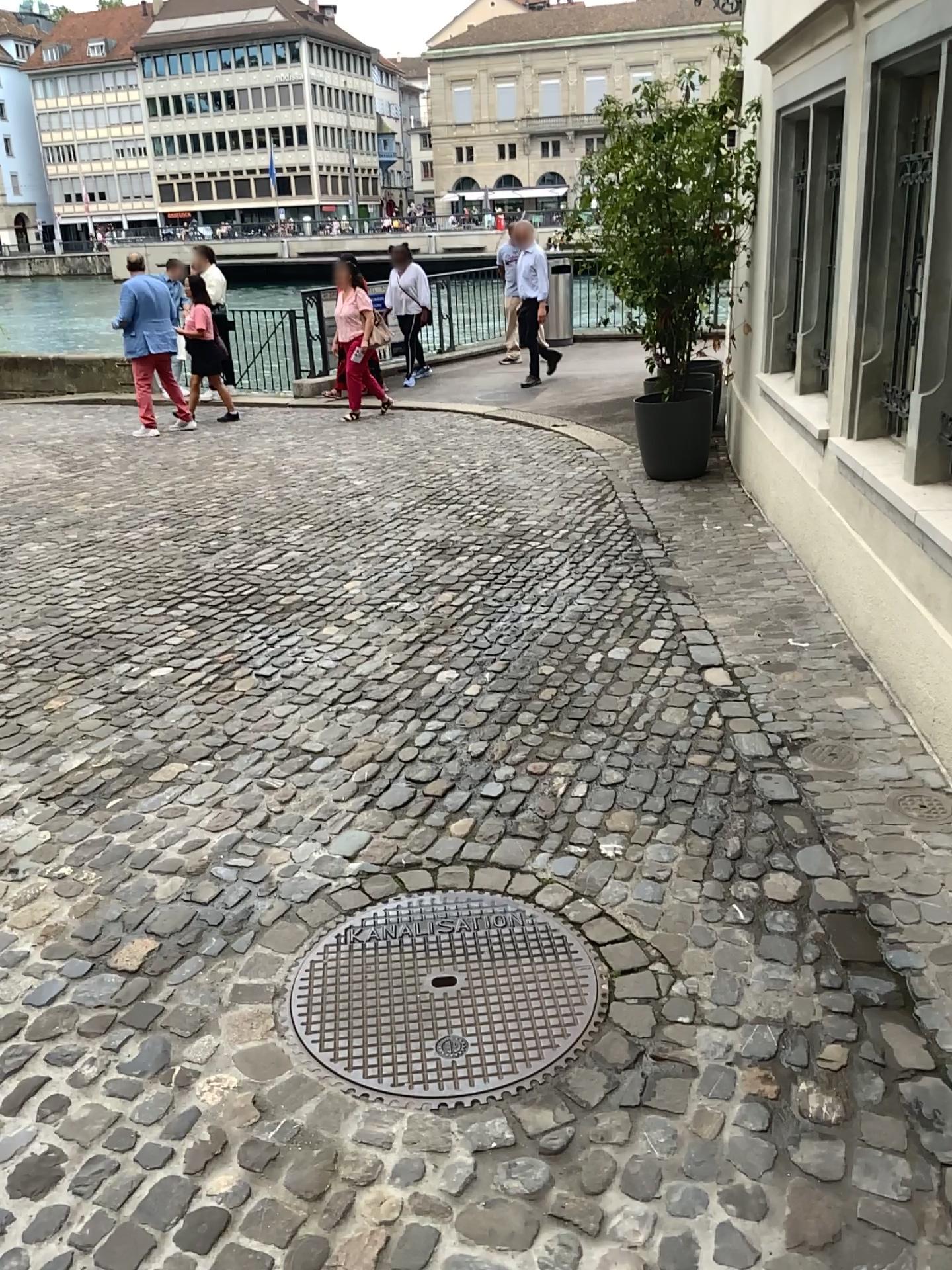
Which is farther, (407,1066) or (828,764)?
(828,764)

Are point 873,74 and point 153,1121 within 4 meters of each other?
no

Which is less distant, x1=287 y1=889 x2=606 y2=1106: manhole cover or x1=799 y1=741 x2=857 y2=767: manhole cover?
x1=287 y1=889 x2=606 y2=1106: manhole cover
